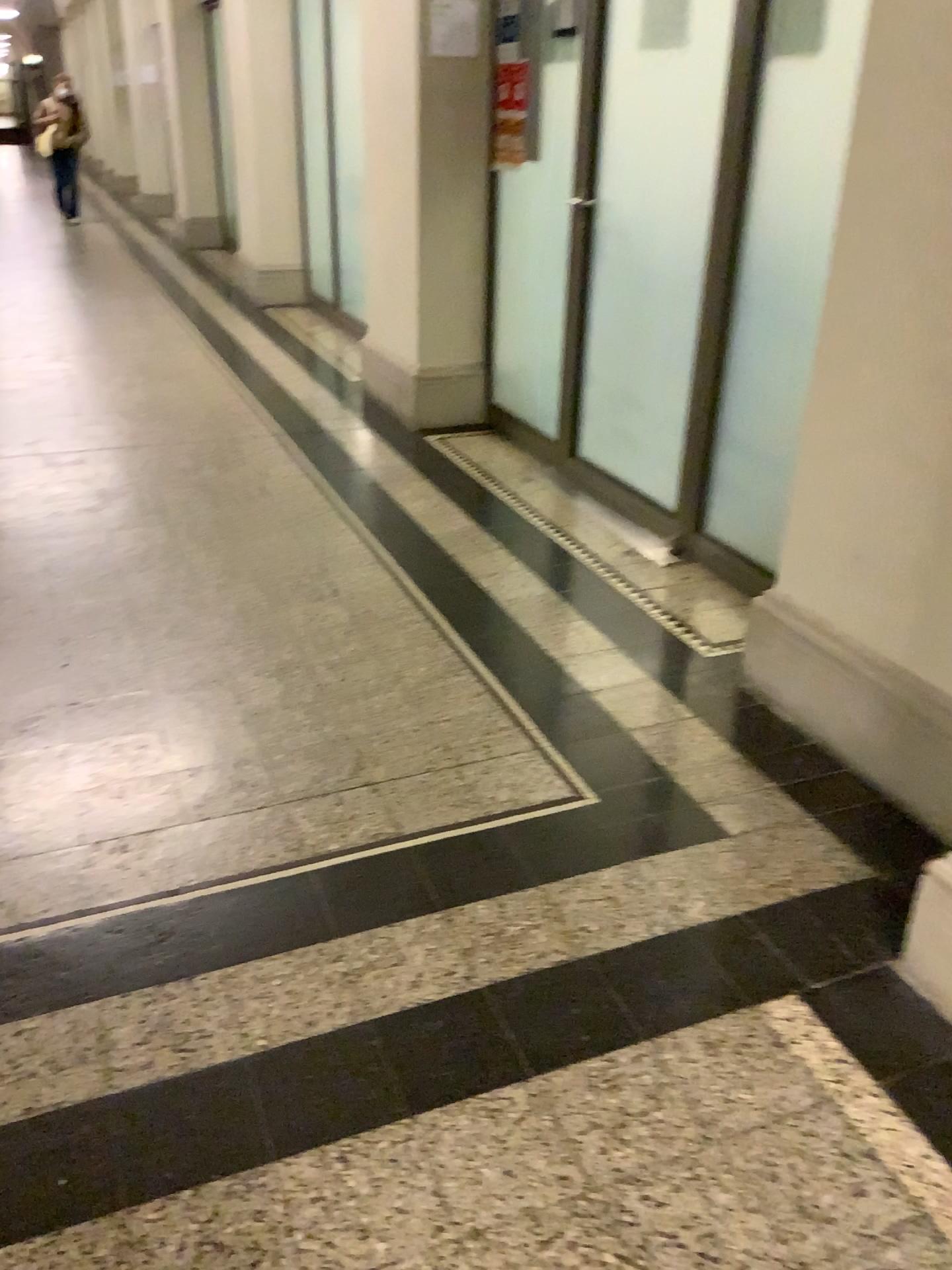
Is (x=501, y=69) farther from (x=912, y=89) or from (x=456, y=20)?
(x=912, y=89)

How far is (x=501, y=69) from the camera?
4.3m

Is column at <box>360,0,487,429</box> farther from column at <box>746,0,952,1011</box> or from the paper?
column at <box>746,0,952,1011</box>

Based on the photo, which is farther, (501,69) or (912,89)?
(501,69)

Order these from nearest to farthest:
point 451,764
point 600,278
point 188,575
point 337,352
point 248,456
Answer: point 451,764 < point 188,575 < point 600,278 < point 248,456 < point 337,352

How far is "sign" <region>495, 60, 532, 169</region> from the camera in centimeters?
430cm

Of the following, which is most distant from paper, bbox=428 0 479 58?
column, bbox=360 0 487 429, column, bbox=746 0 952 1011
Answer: column, bbox=746 0 952 1011

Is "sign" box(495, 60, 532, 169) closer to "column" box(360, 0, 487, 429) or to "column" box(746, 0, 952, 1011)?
"column" box(360, 0, 487, 429)

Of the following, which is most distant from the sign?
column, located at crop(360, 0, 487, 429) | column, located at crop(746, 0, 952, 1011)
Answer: column, located at crop(746, 0, 952, 1011)

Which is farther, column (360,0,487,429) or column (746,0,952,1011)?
column (360,0,487,429)
